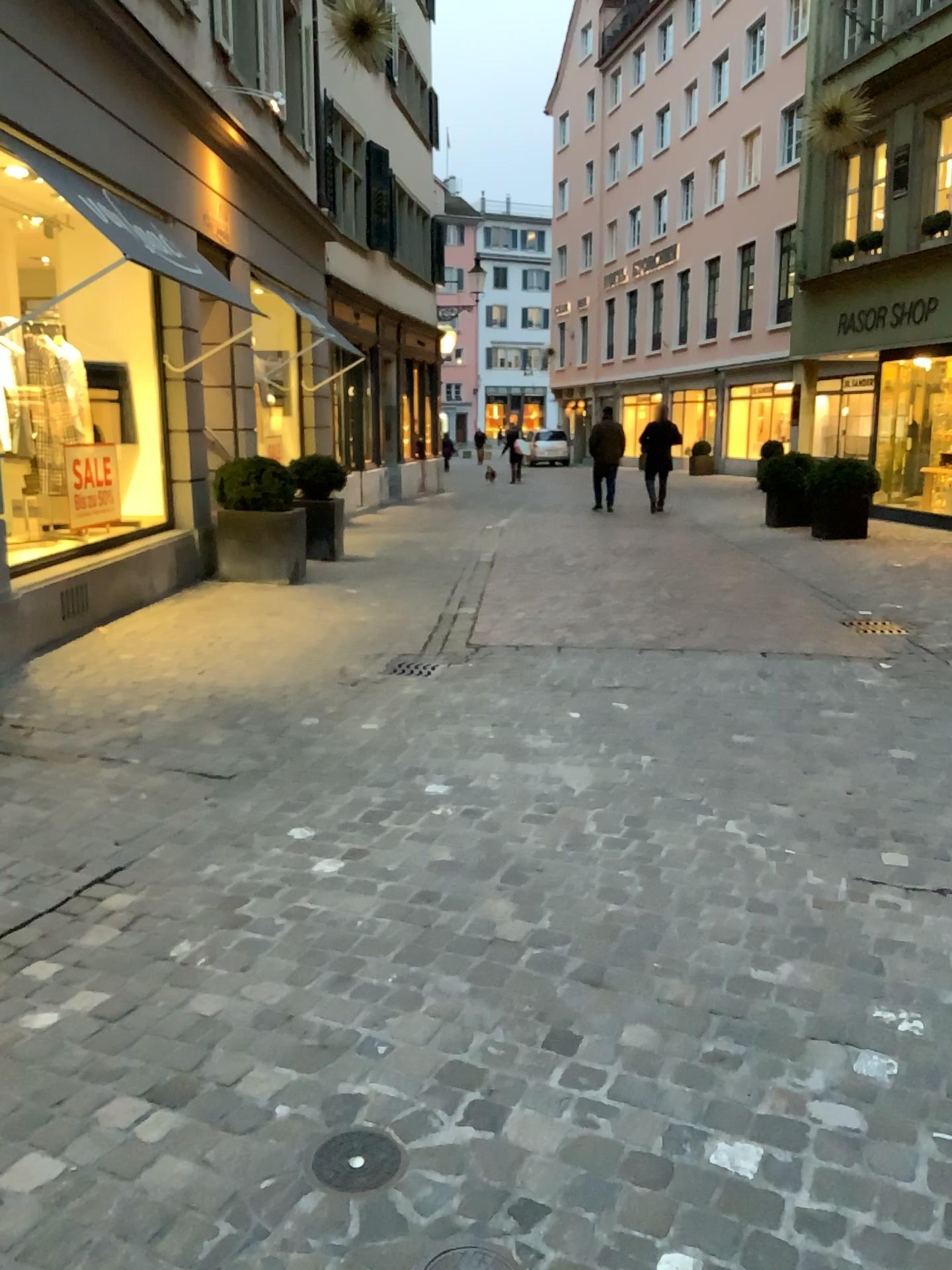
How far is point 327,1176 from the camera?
1.9m

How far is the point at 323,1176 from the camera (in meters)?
1.86

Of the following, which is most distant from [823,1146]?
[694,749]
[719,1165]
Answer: [694,749]

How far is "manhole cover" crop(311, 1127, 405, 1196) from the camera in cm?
186

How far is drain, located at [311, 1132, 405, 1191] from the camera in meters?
1.9
